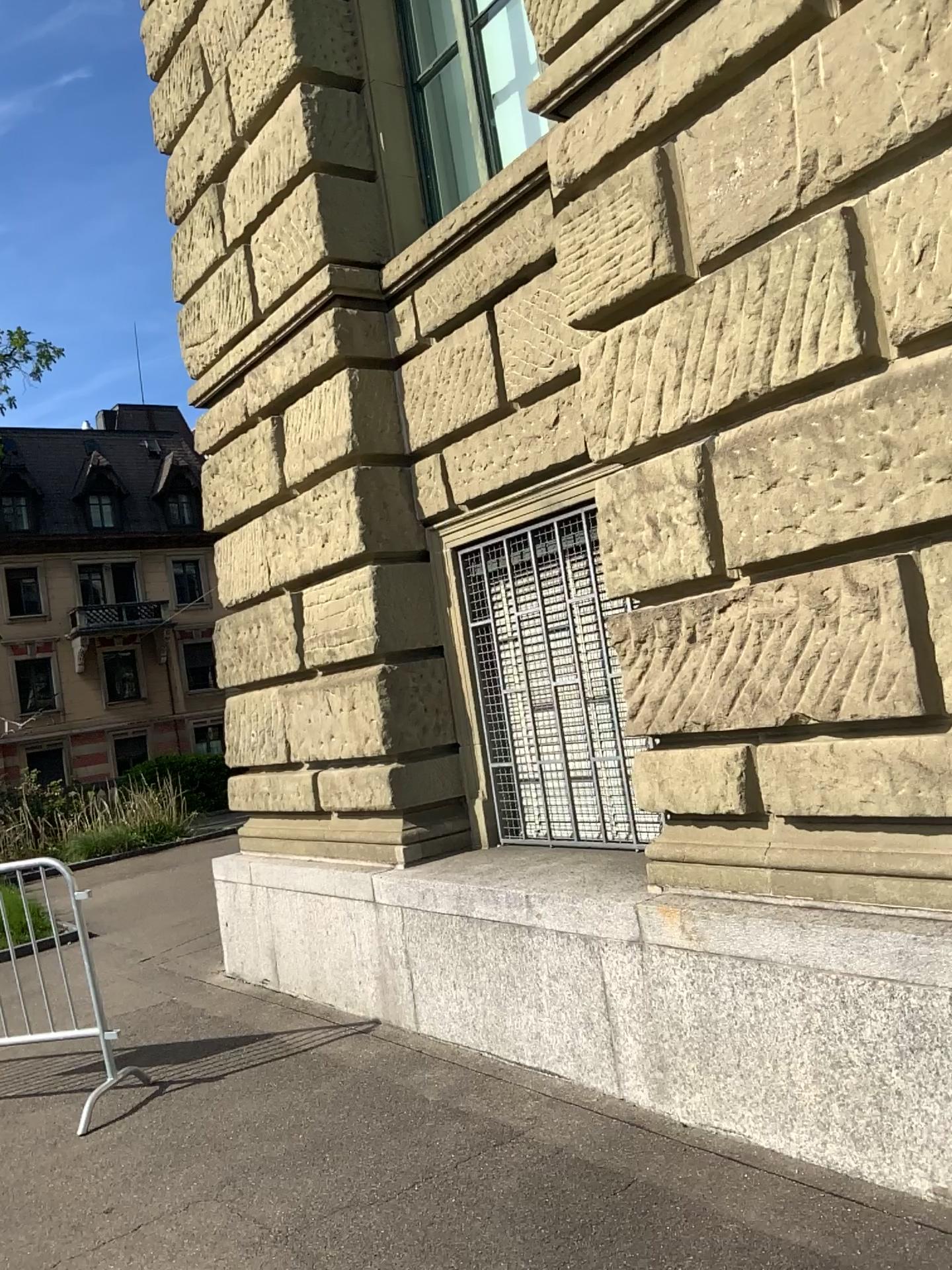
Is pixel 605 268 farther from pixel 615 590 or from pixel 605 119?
pixel 615 590
